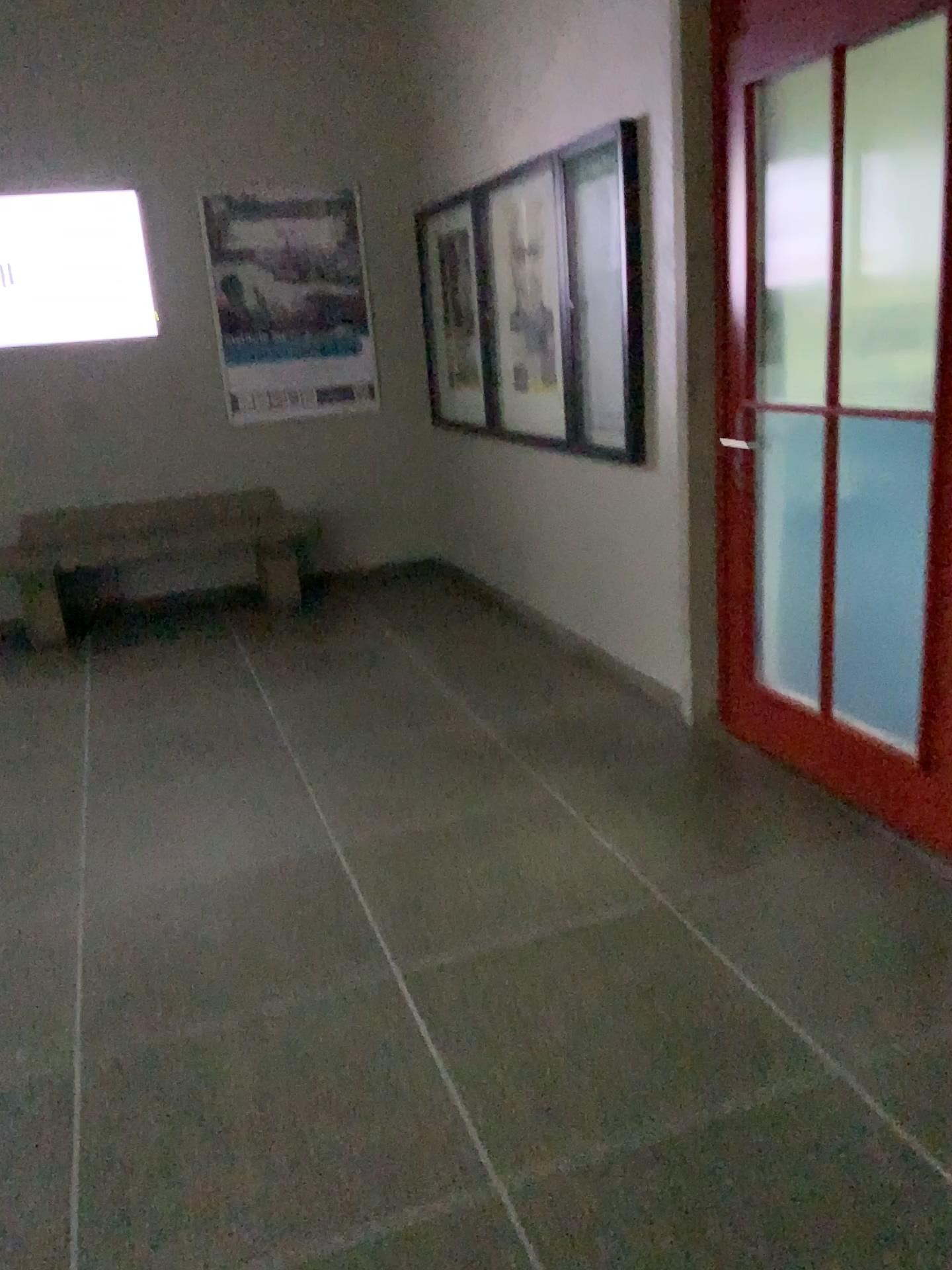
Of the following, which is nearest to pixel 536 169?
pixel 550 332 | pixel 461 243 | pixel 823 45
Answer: pixel 550 332

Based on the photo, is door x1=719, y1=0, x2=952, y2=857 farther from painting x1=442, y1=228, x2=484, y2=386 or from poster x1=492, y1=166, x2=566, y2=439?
painting x1=442, y1=228, x2=484, y2=386

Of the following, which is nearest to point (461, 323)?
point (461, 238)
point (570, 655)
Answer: point (461, 238)

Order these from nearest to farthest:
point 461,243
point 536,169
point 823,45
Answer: point 823,45 < point 536,169 < point 461,243

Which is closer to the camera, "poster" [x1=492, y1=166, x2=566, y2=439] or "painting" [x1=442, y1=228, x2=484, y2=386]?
"poster" [x1=492, y1=166, x2=566, y2=439]

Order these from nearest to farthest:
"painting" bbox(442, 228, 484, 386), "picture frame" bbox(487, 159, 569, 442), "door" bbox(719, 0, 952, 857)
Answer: "door" bbox(719, 0, 952, 857)
"picture frame" bbox(487, 159, 569, 442)
"painting" bbox(442, 228, 484, 386)

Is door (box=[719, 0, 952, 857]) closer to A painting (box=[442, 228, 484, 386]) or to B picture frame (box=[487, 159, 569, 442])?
B picture frame (box=[487, 159, 569, 442])

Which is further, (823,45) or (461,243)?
(461,243)

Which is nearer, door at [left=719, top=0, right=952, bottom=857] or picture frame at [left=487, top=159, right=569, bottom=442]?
door at [left=719, top=0, right=952, bottom=857]

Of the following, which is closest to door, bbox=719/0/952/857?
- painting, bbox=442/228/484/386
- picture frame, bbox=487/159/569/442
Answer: picture frame, bbox=487/159/569/442
